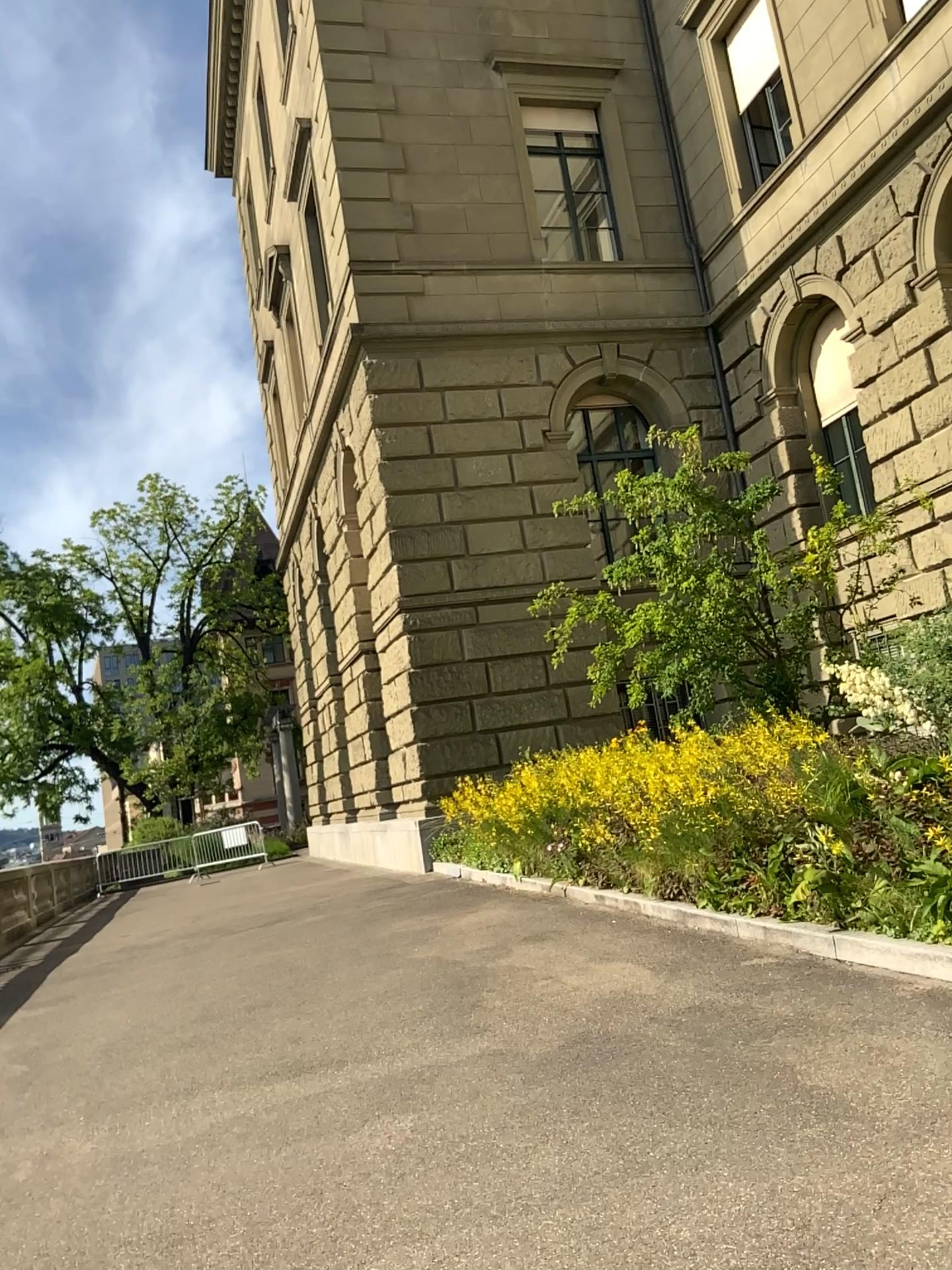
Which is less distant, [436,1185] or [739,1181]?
[739,1181]
